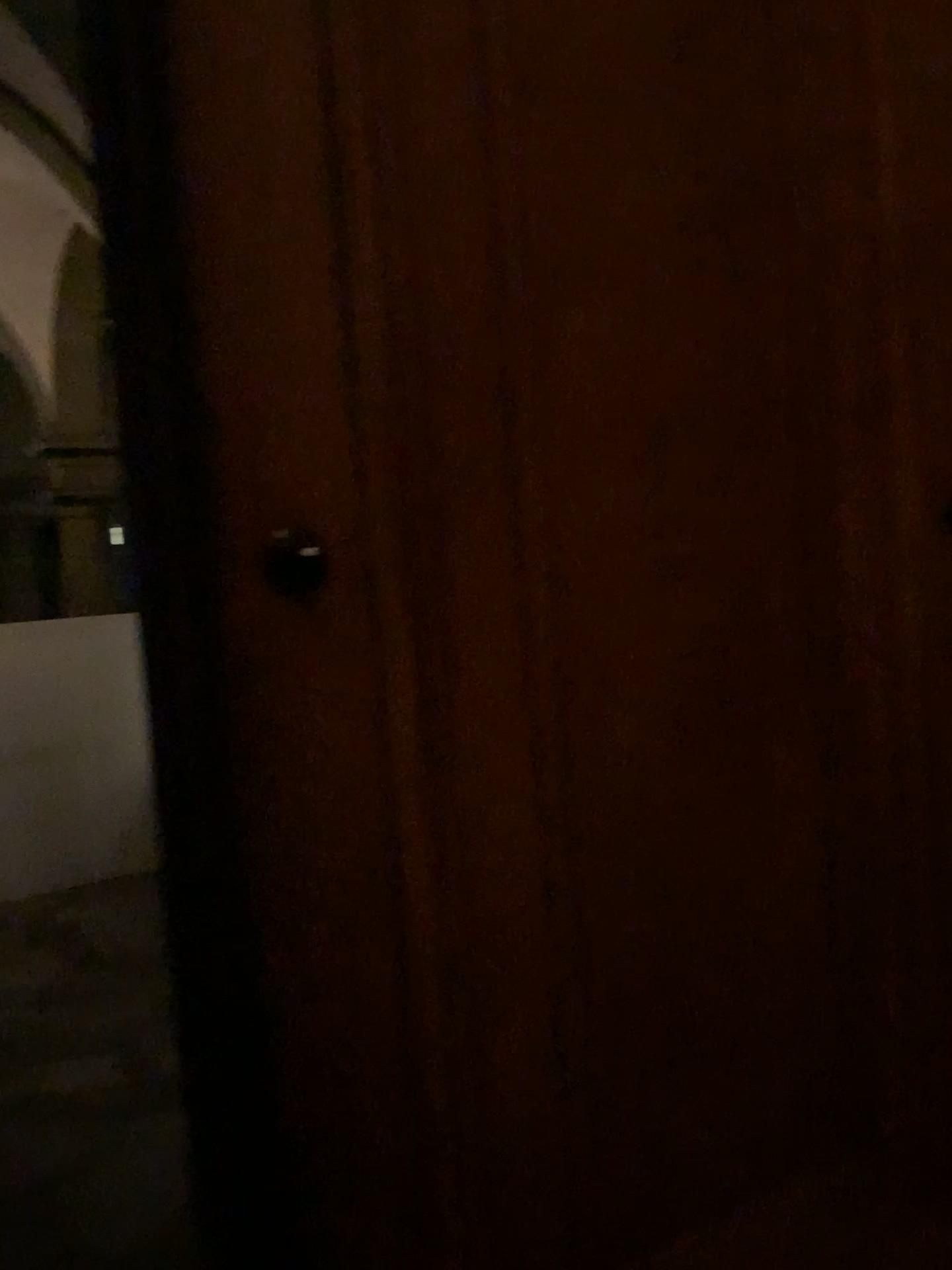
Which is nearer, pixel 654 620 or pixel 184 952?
pixel 184 952
